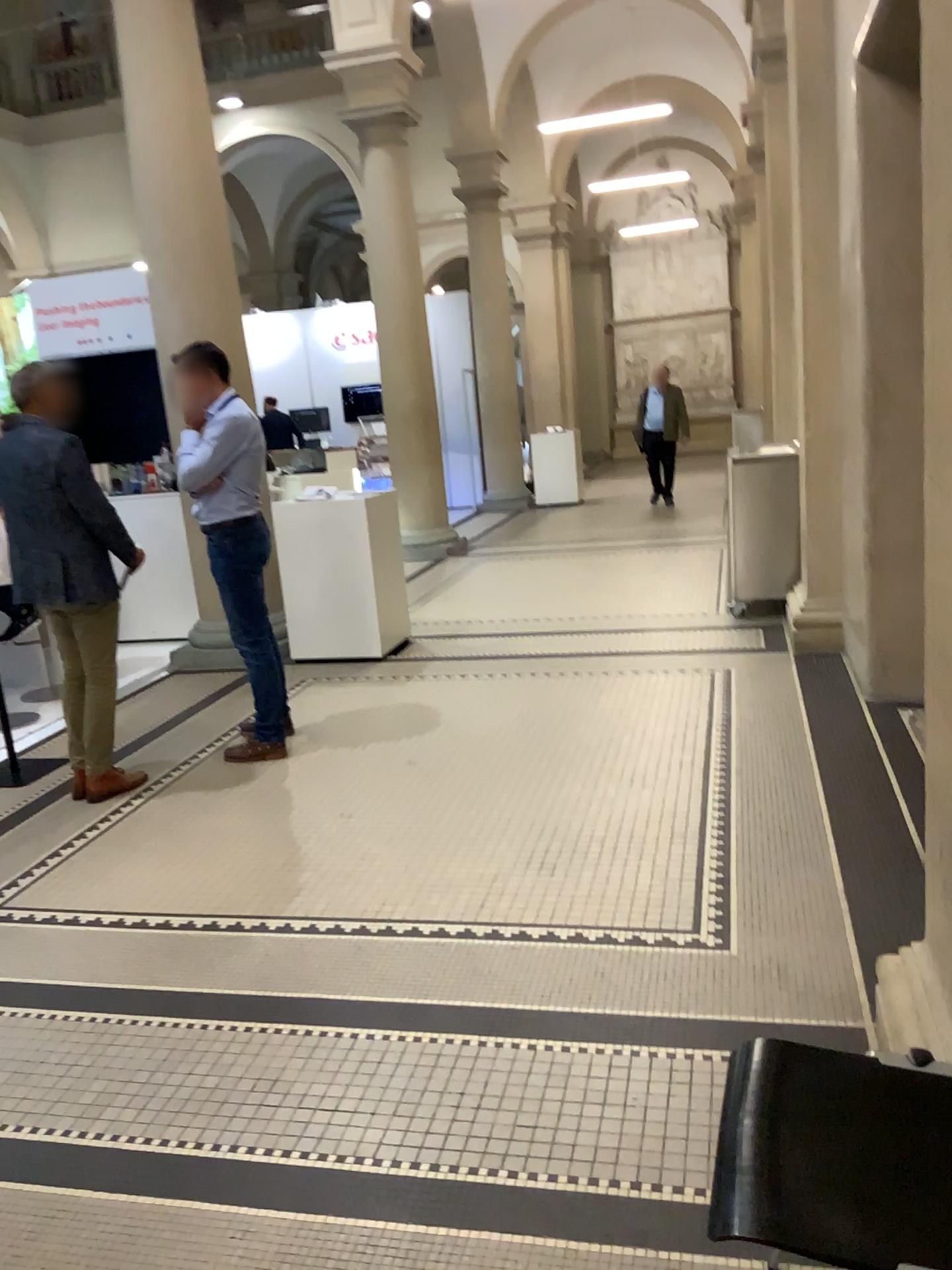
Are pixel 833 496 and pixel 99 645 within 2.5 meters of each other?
no

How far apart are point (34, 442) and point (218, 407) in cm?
77

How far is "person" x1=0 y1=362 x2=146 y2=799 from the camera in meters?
4.1 m

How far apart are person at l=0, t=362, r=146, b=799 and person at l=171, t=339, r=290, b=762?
→ 0.4 meters

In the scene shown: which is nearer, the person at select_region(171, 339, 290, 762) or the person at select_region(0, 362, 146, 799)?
the person at select_region(0, 362, 146, 799)

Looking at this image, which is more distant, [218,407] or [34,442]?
[218,407]

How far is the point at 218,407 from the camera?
4.5m

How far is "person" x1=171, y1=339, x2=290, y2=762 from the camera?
4.5m
